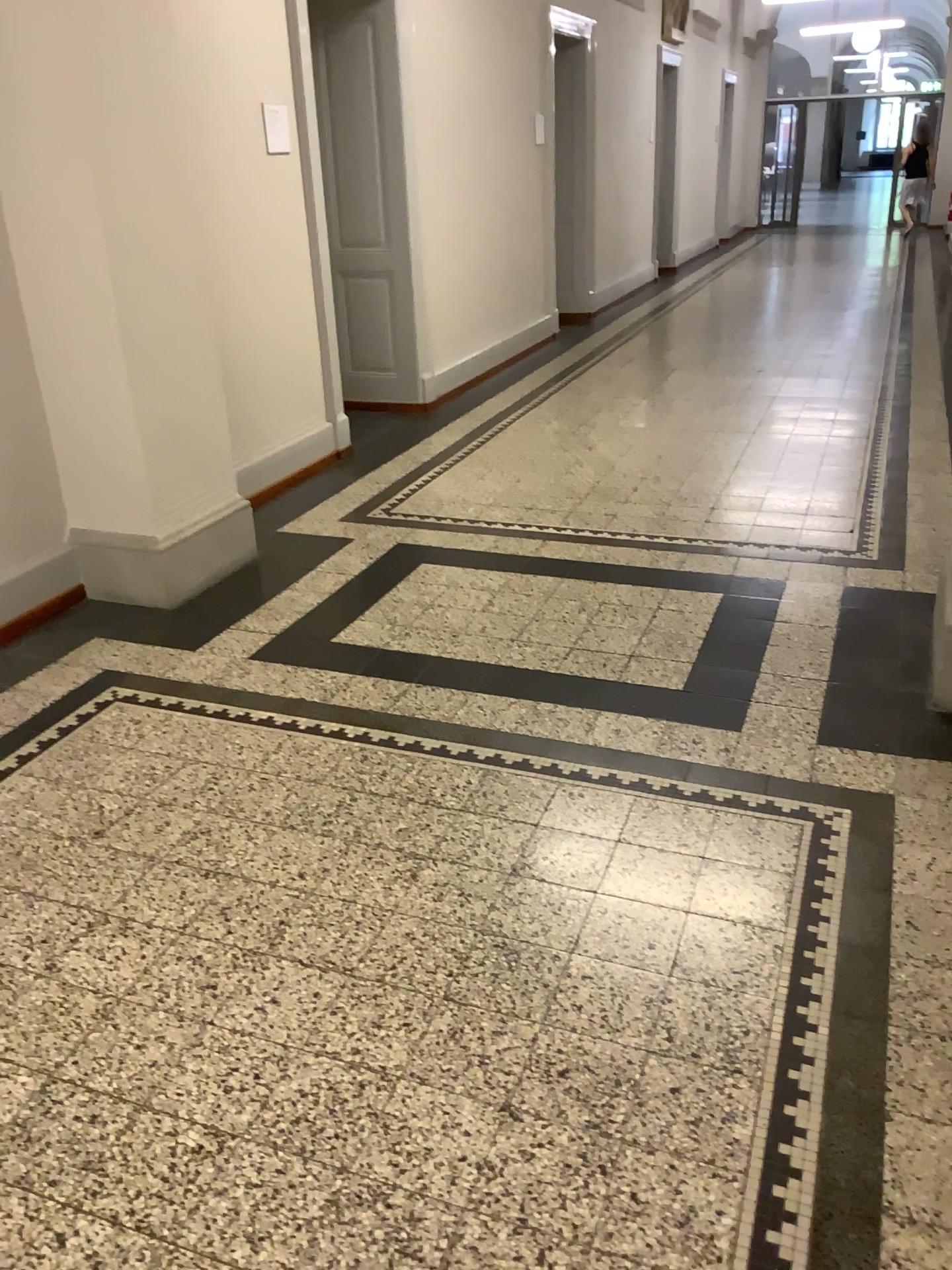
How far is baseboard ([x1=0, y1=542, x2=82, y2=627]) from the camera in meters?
3.8 m

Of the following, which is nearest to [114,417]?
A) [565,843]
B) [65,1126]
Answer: [565,843]

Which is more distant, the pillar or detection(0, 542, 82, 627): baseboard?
detection(0, 542, 82, 627): baseboard

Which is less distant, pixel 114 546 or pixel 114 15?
pixel 114 15

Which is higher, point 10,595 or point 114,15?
point 114,15

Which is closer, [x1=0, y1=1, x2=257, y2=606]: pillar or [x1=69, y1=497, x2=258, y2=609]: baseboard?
[x1=0, y1=1, x2=257, y2=606]: pillar

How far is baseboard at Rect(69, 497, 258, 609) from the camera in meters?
3.9

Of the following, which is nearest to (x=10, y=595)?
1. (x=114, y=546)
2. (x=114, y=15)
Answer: (x=114, y=546)
